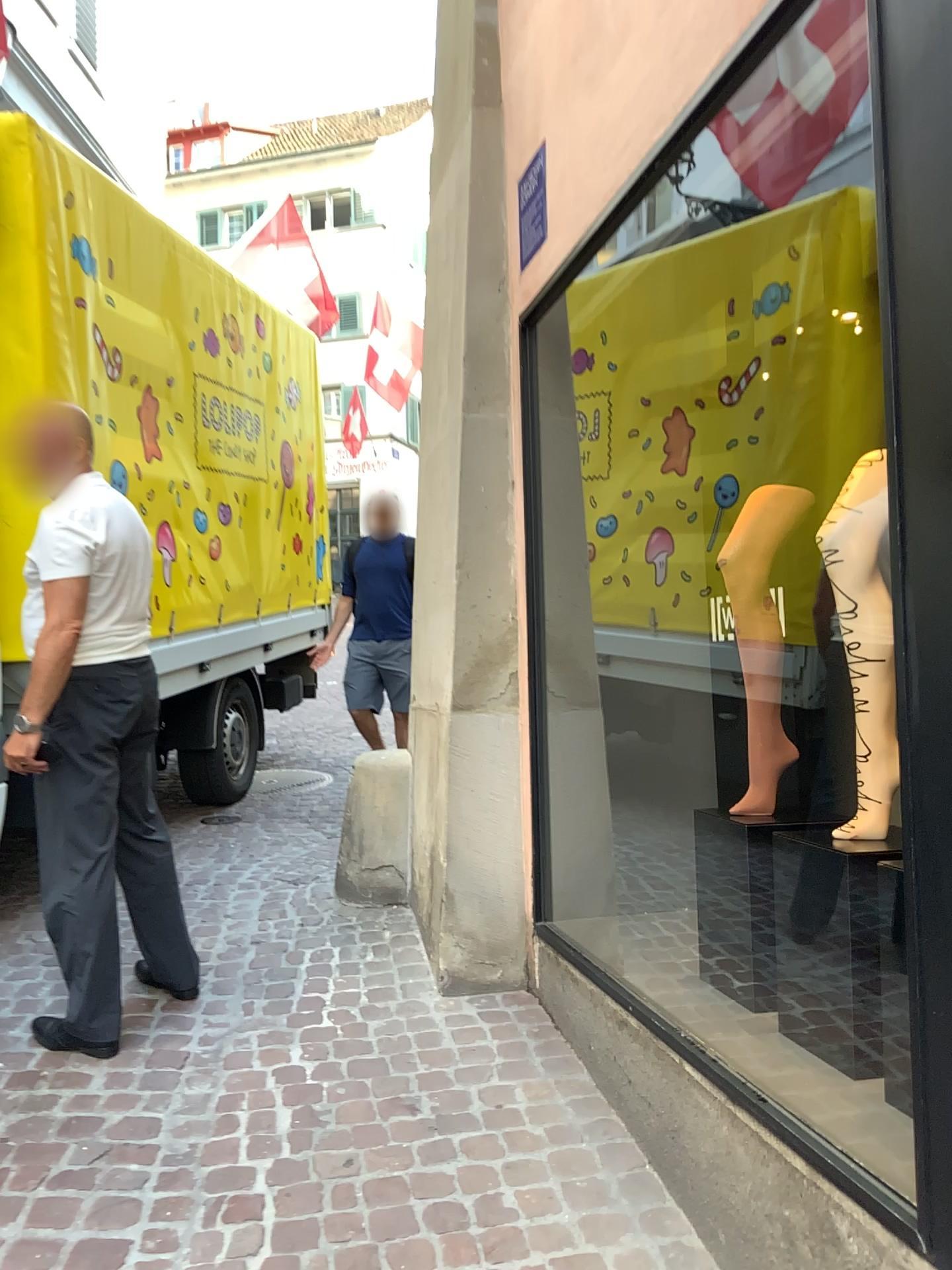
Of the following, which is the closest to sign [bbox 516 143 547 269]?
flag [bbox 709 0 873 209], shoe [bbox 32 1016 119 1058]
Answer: flag [bbox 709 0 873 209]

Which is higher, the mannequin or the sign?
the sign

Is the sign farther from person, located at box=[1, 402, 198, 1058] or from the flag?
person, located at box=[1, 402, 198, 1058]

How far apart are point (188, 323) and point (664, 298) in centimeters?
273cm

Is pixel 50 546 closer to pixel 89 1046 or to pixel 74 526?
pixel 74 526

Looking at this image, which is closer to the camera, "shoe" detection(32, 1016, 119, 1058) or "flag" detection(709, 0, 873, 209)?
"flag" detection(709, 0, 873, 209)

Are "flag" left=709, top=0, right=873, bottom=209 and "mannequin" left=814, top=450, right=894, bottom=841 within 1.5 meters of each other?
yes

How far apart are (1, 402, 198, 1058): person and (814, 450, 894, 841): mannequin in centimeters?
175cm

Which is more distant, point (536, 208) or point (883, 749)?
point (536, 208)

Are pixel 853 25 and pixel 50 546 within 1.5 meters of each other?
no
